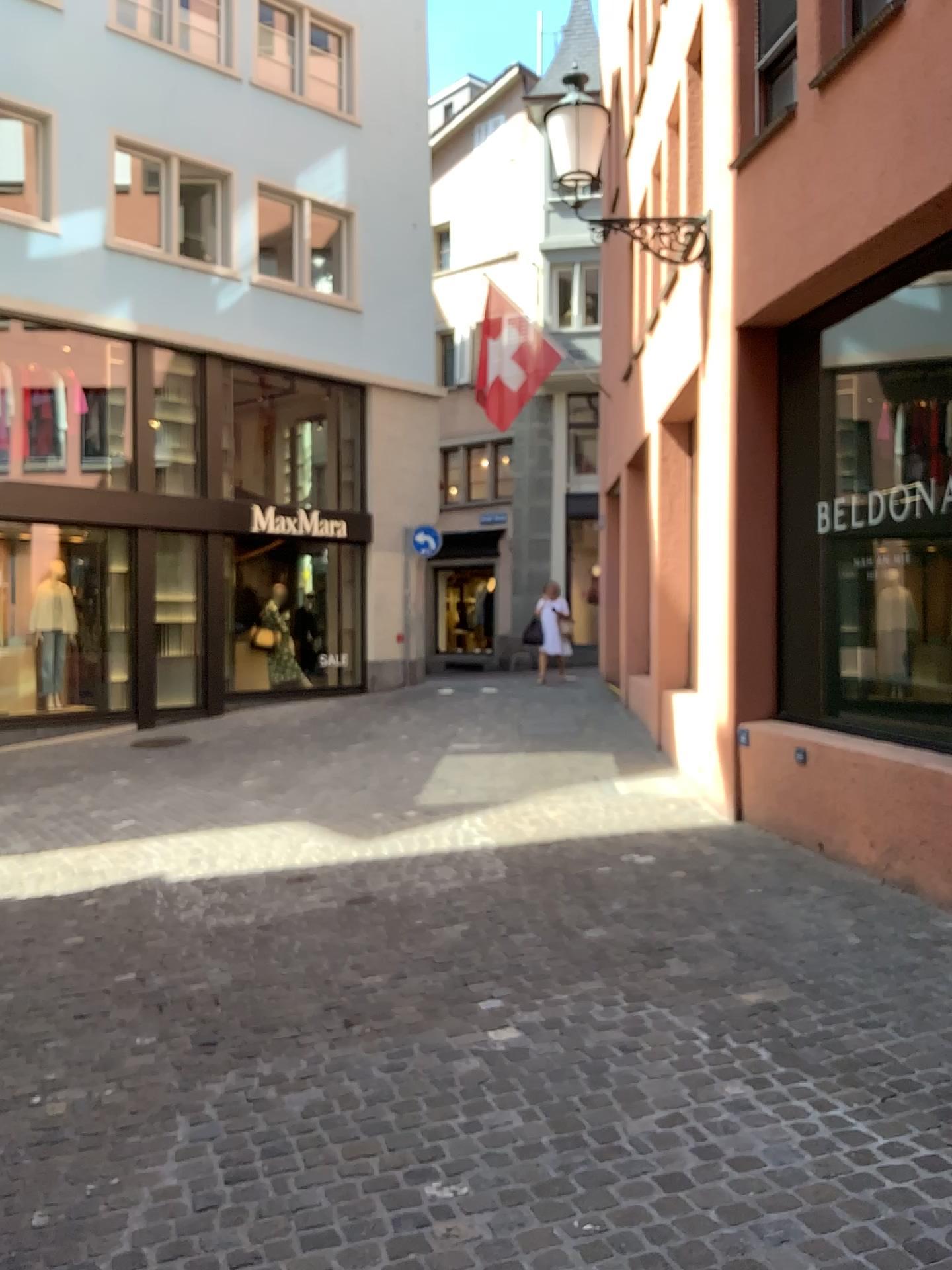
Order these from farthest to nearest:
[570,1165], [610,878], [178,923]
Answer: [610,878] < [178,923] < [570,1165]
